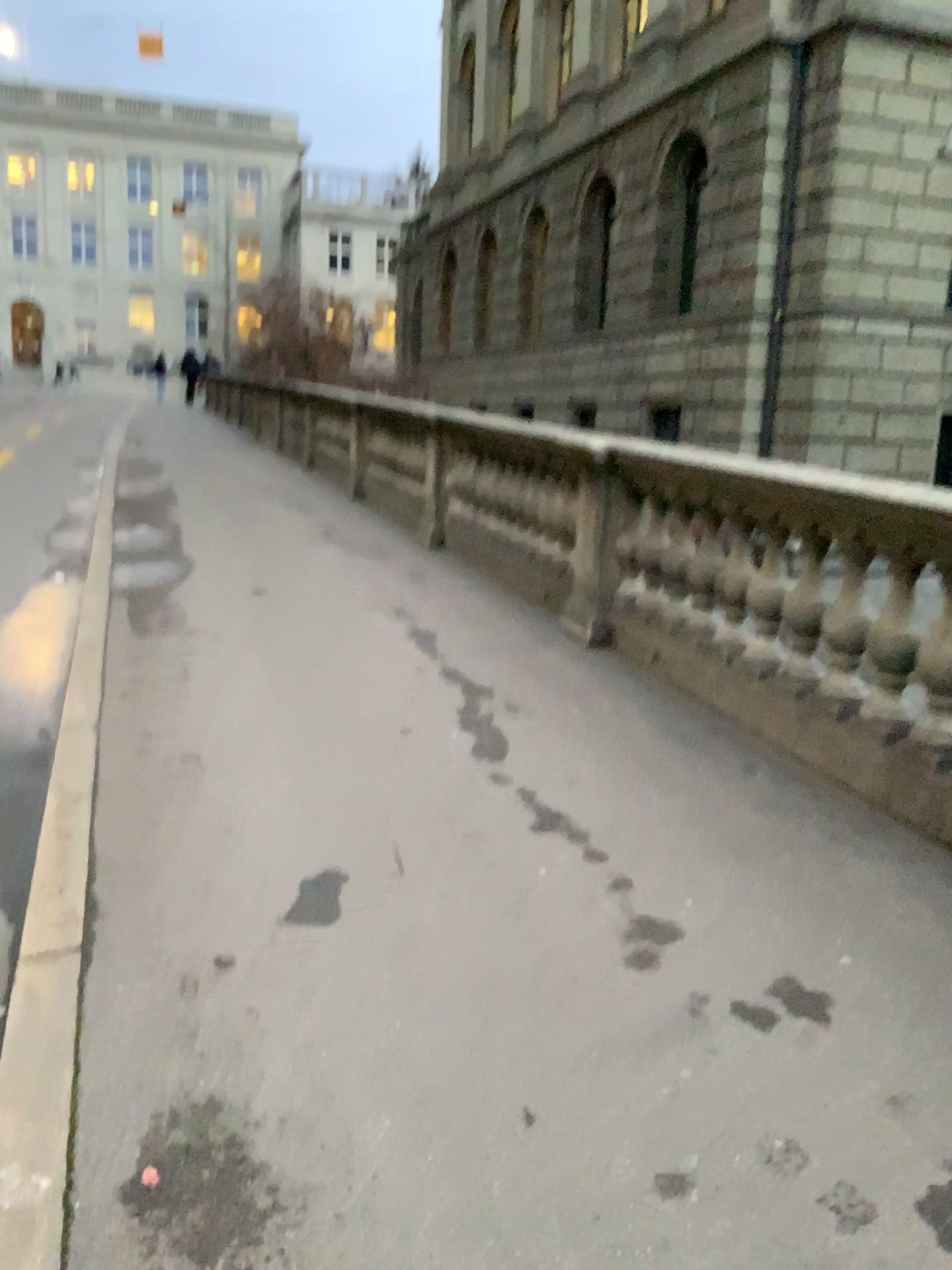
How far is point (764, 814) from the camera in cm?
357
